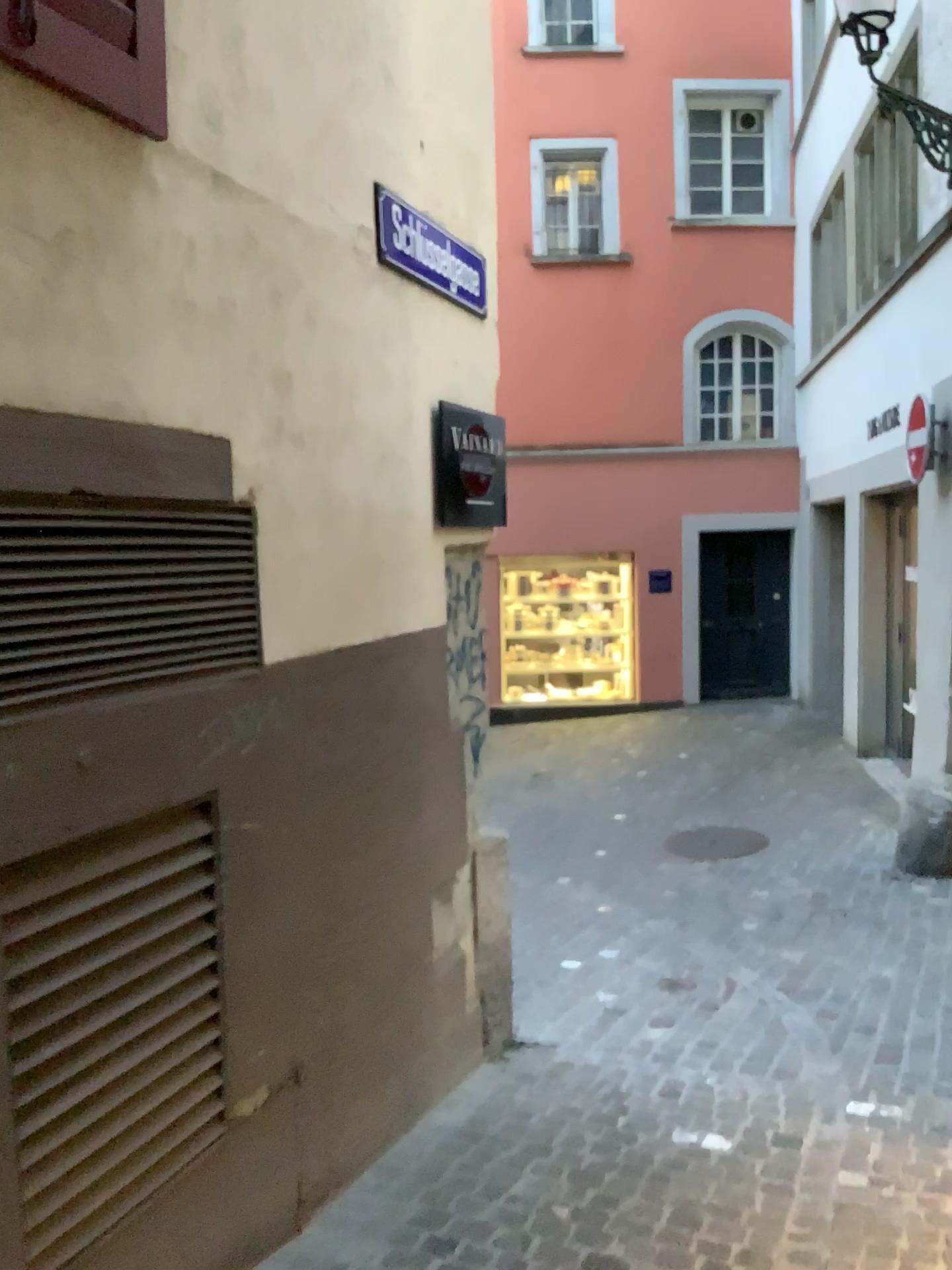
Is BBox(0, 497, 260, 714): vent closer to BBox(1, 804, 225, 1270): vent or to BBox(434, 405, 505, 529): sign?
BBox(1, 804, 225, 1270): vent

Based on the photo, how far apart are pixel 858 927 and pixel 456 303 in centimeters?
363cm

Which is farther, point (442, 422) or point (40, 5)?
point (442, 422)

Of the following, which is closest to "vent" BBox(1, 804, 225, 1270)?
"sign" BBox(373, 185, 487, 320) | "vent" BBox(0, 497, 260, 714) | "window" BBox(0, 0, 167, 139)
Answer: "vent" BBox(0, 497, 260, 714)

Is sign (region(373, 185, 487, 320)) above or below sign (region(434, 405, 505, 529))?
above

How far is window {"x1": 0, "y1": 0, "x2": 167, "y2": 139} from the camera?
1.8 meters

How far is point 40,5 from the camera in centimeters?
178cm

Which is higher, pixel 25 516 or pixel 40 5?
pixel 40 5

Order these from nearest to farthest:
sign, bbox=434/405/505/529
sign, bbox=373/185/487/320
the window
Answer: the window
sign, bbox=373/185/487/320
sign, bbox=434/405/505/529

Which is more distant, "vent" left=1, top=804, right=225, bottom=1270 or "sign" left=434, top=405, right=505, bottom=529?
"sign" left=434, top=405, right=505, bottom=529
